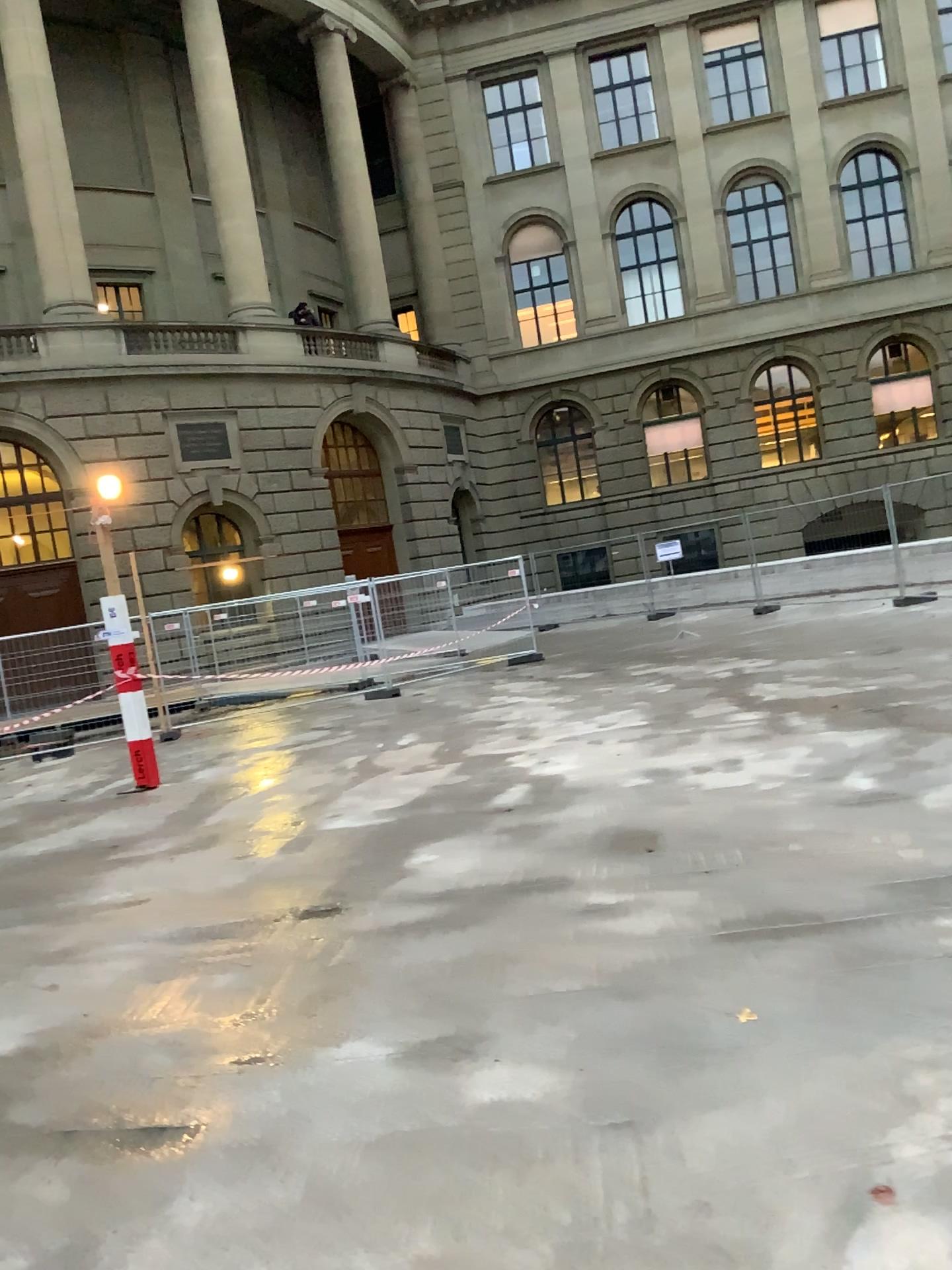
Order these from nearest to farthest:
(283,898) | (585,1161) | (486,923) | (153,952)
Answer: (585,1161)
(486,923)
(153,952)
(283,898)
